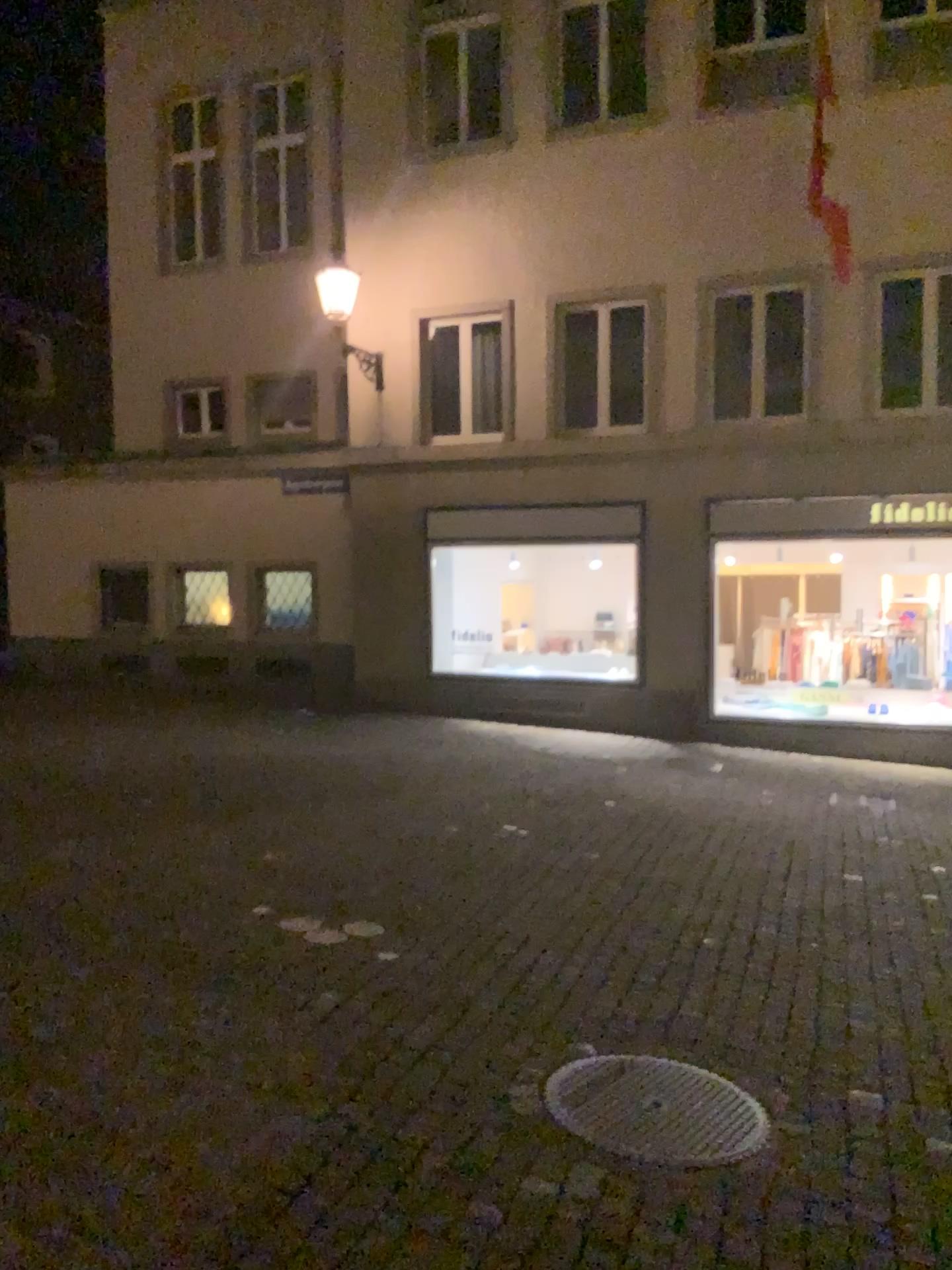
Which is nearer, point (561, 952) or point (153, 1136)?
point (153, 1136)
